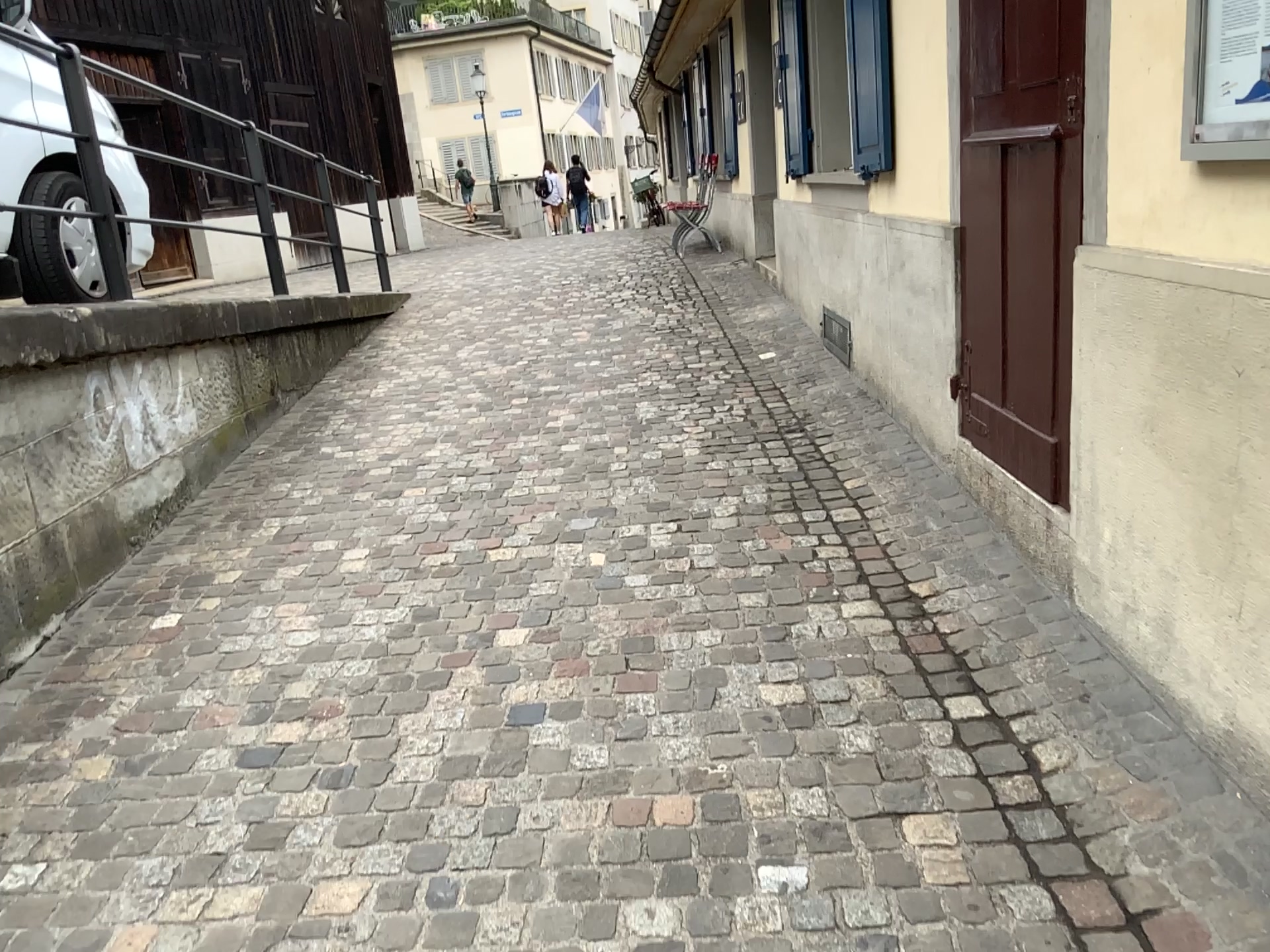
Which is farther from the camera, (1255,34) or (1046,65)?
(1046,65)

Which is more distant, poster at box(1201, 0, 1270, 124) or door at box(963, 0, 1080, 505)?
door at box(963, 0, 1080, 505)

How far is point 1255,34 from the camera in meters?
1.7 m

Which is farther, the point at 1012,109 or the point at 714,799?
the point at 1012,109

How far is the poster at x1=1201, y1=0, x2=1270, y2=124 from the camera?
1.7 meters
